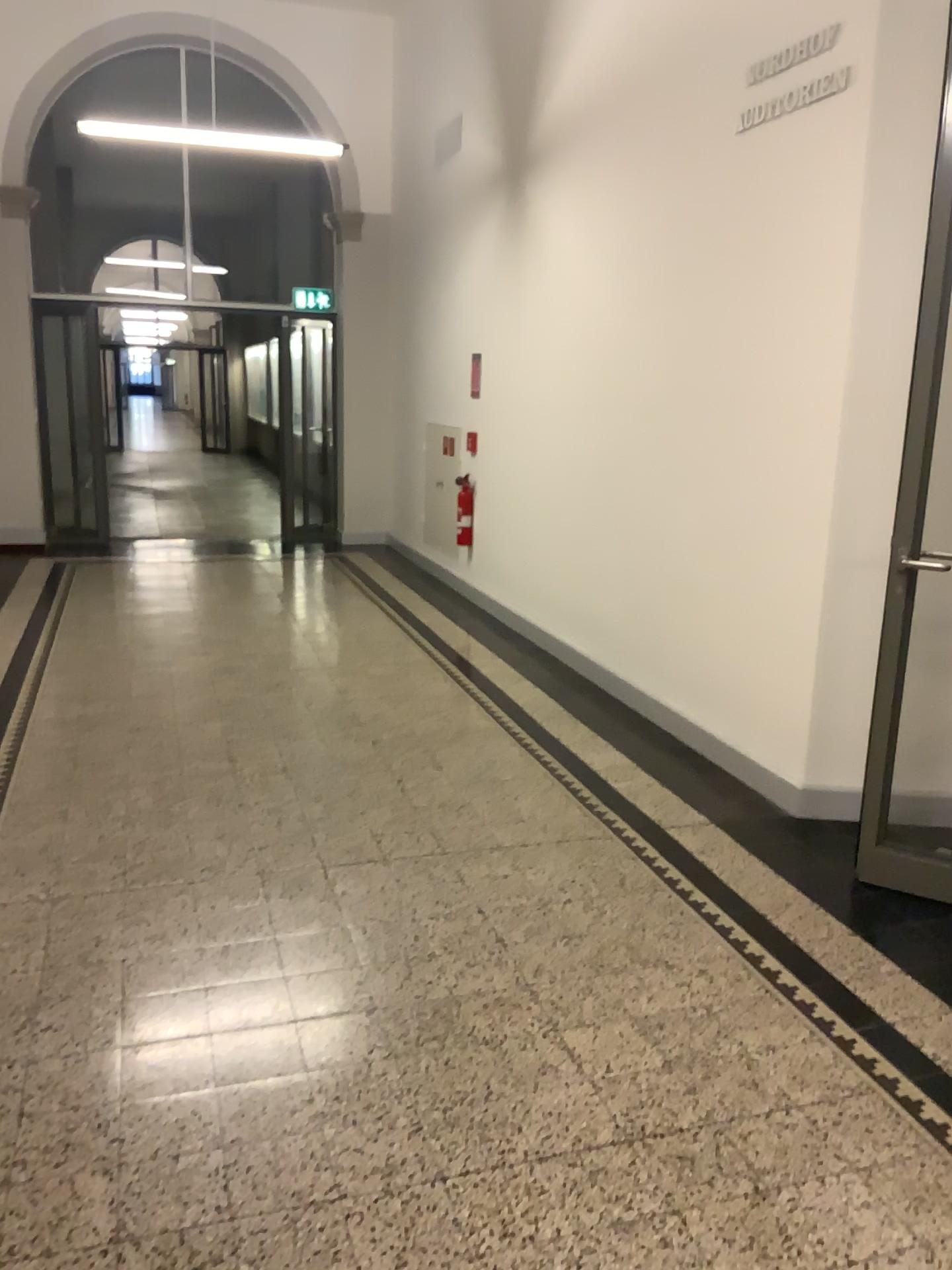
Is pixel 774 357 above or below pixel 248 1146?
above
